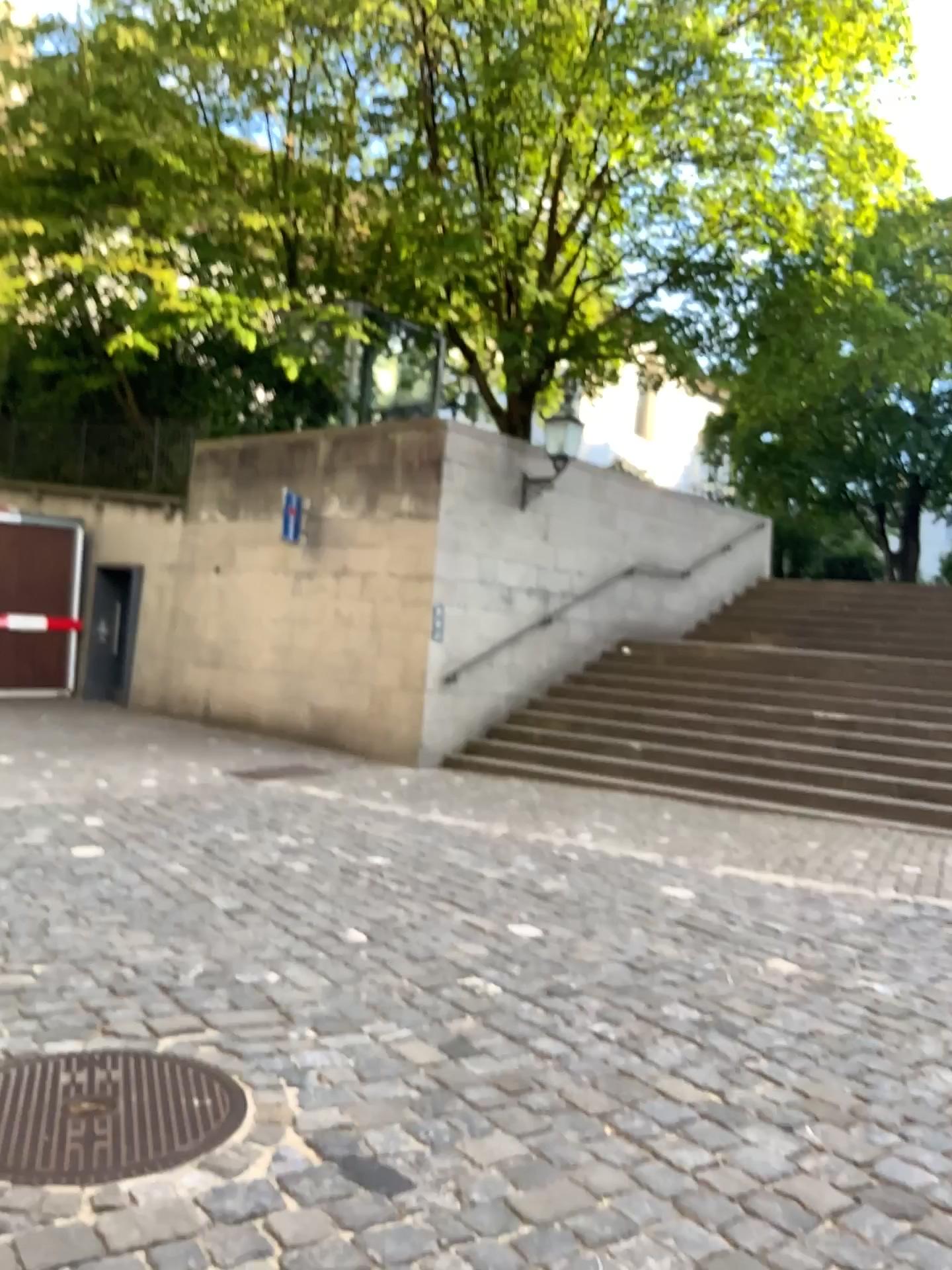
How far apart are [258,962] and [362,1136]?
1.5 meters
